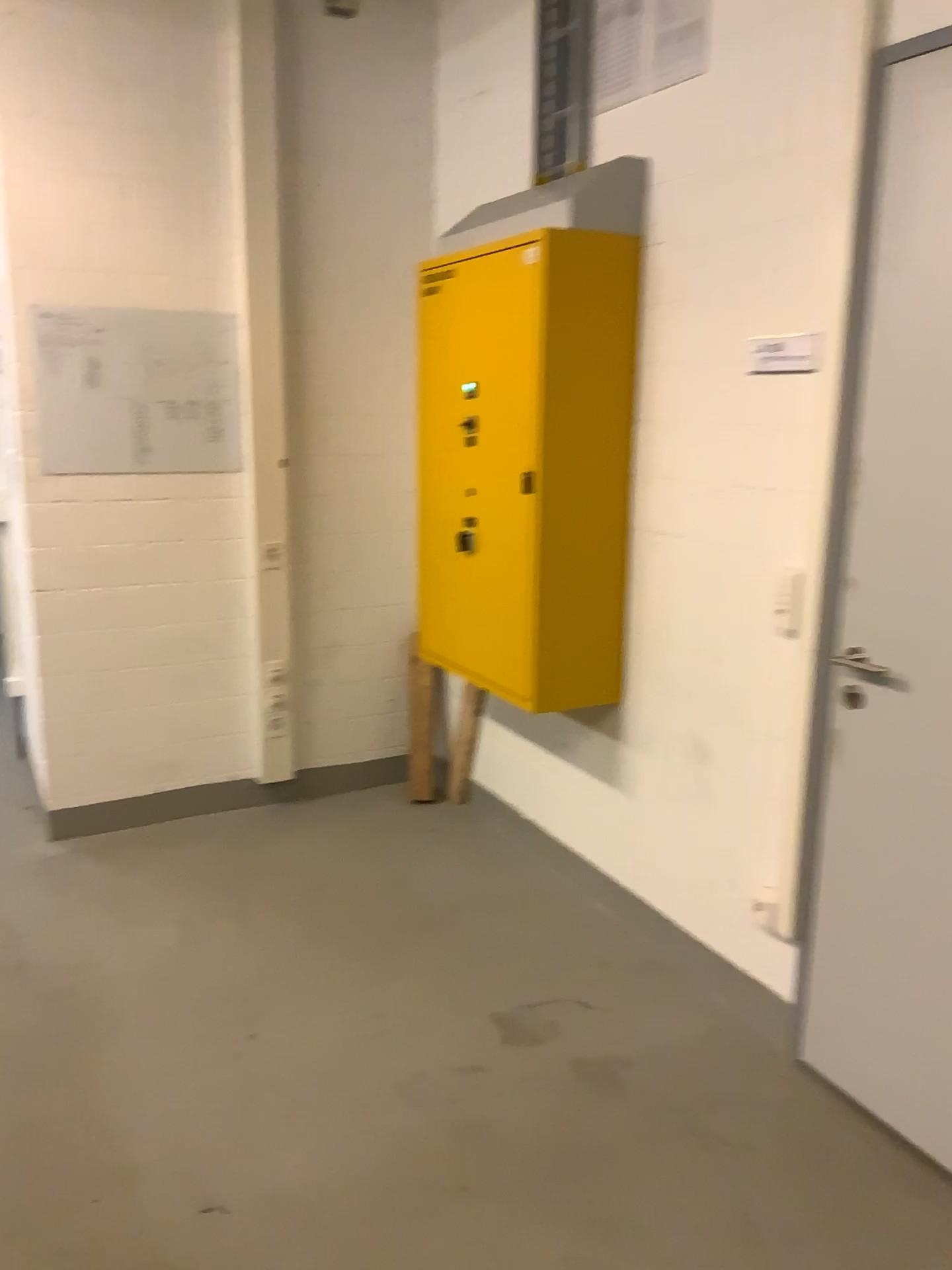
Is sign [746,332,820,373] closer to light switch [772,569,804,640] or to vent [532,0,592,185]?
light switch [772,569,804,640]

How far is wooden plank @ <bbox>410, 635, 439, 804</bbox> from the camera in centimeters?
393cm

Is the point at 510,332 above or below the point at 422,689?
above

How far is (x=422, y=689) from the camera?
3.93m

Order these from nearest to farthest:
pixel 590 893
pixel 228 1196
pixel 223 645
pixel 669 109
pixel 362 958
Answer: pixel 228 1196, pixel 669 109, pixel 362 958, pixel 590 893, pixel 223 645

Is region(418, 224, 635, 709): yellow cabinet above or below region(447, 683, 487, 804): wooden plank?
above

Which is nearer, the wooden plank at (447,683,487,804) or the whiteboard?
the whiteboard

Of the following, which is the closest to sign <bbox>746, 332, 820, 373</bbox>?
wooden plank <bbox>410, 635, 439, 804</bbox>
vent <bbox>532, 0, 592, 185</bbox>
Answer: vent <bbox>532, 0, 592, 185</bbox>

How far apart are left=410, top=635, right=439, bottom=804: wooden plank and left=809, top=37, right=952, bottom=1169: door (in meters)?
1.81

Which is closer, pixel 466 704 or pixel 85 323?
pixel 85 323
